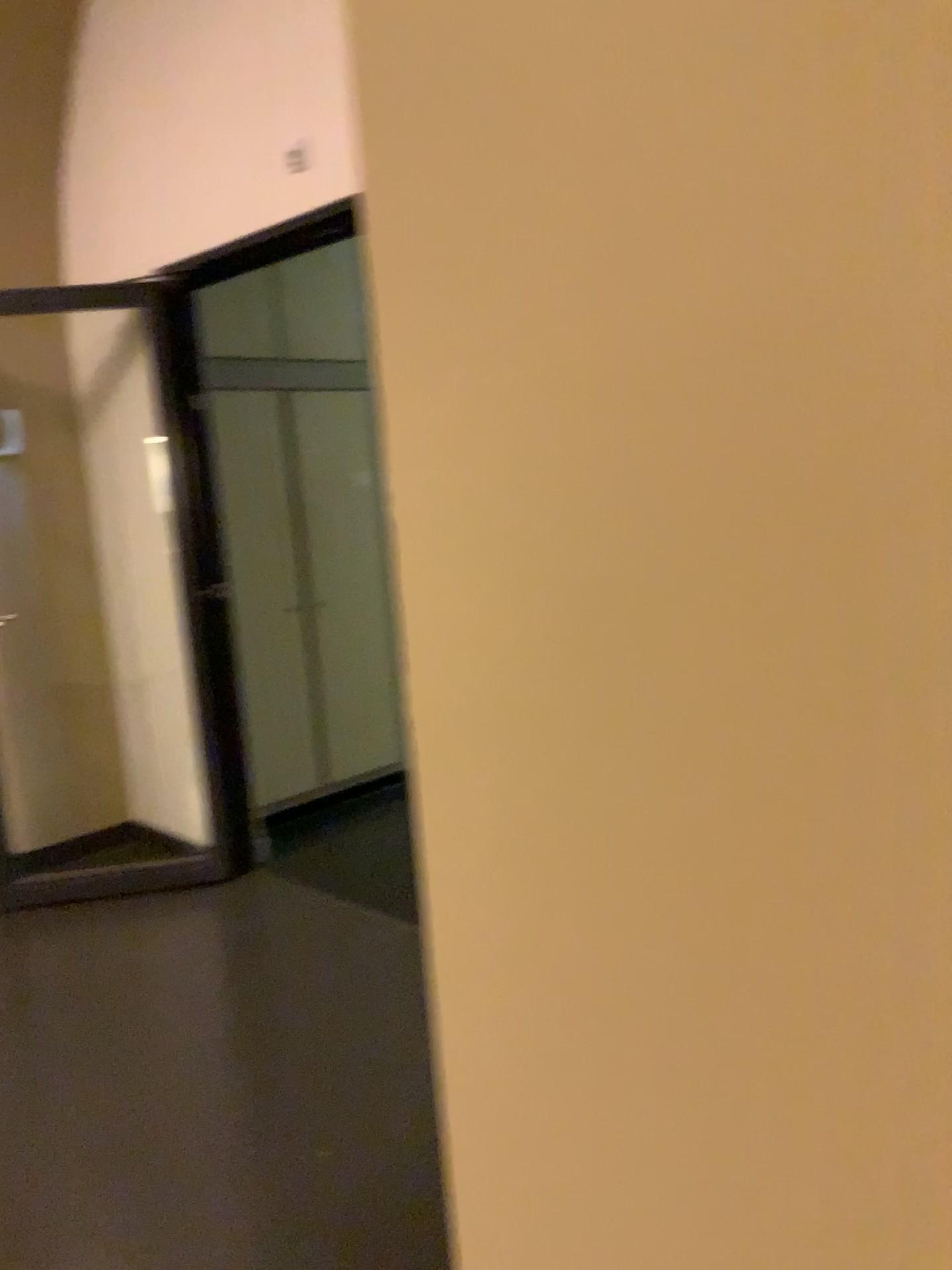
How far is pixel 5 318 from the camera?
4.1m

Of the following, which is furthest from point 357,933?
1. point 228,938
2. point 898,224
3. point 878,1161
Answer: point 898,224

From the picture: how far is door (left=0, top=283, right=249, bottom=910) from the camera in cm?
407
